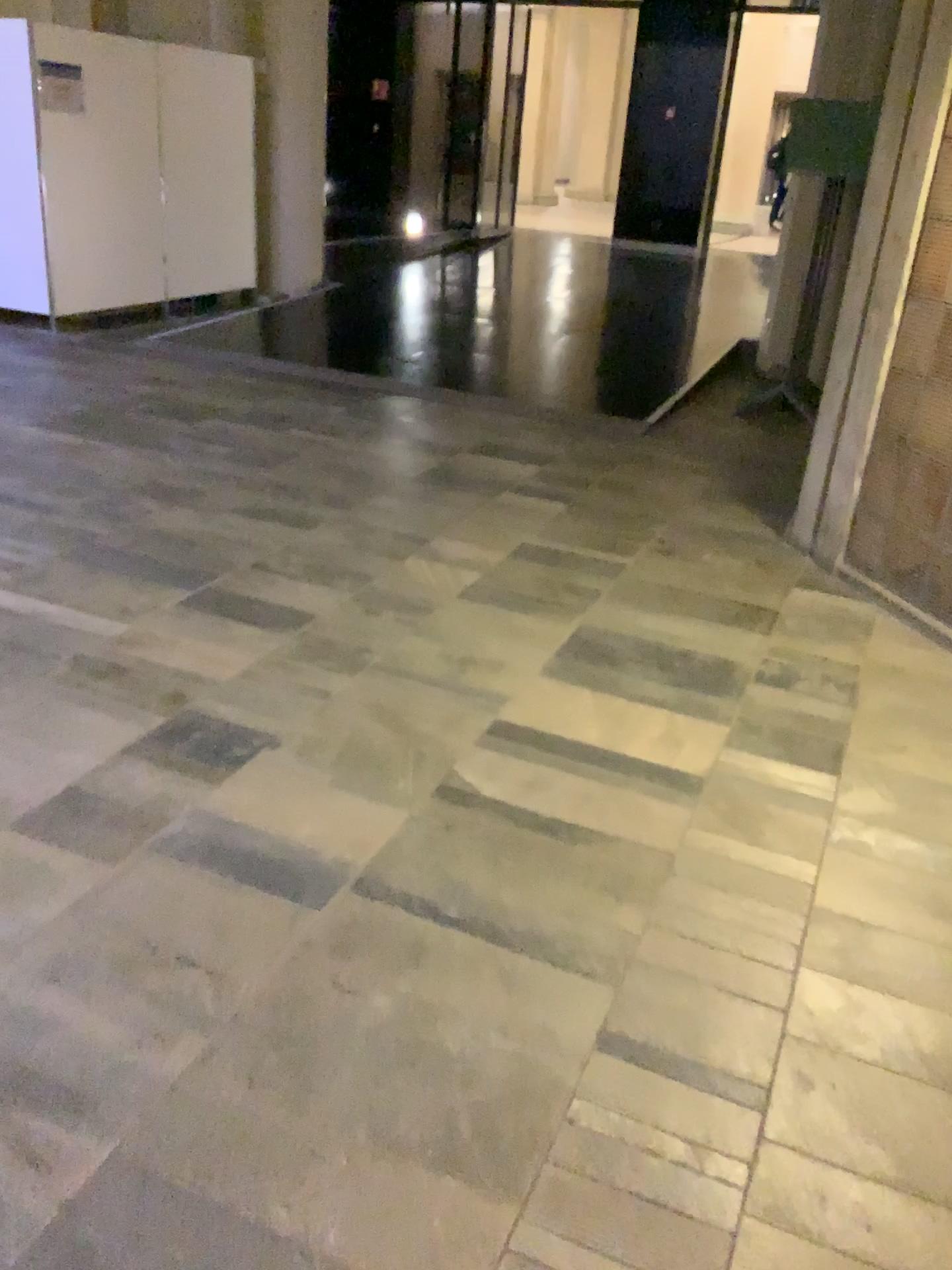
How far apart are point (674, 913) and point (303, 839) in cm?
→ 83
